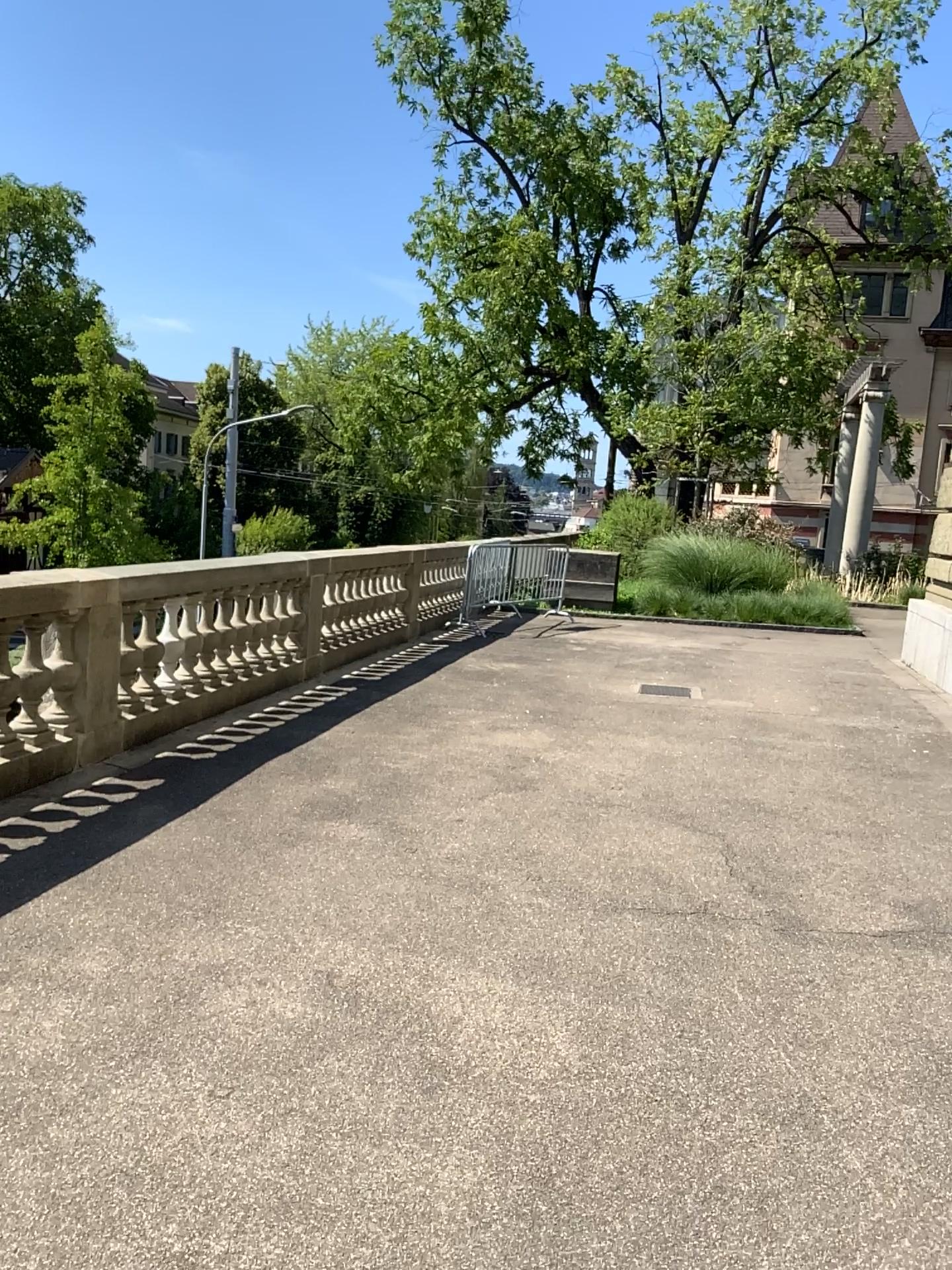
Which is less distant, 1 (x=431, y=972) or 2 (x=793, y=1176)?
2 (x=793, y=1176)
